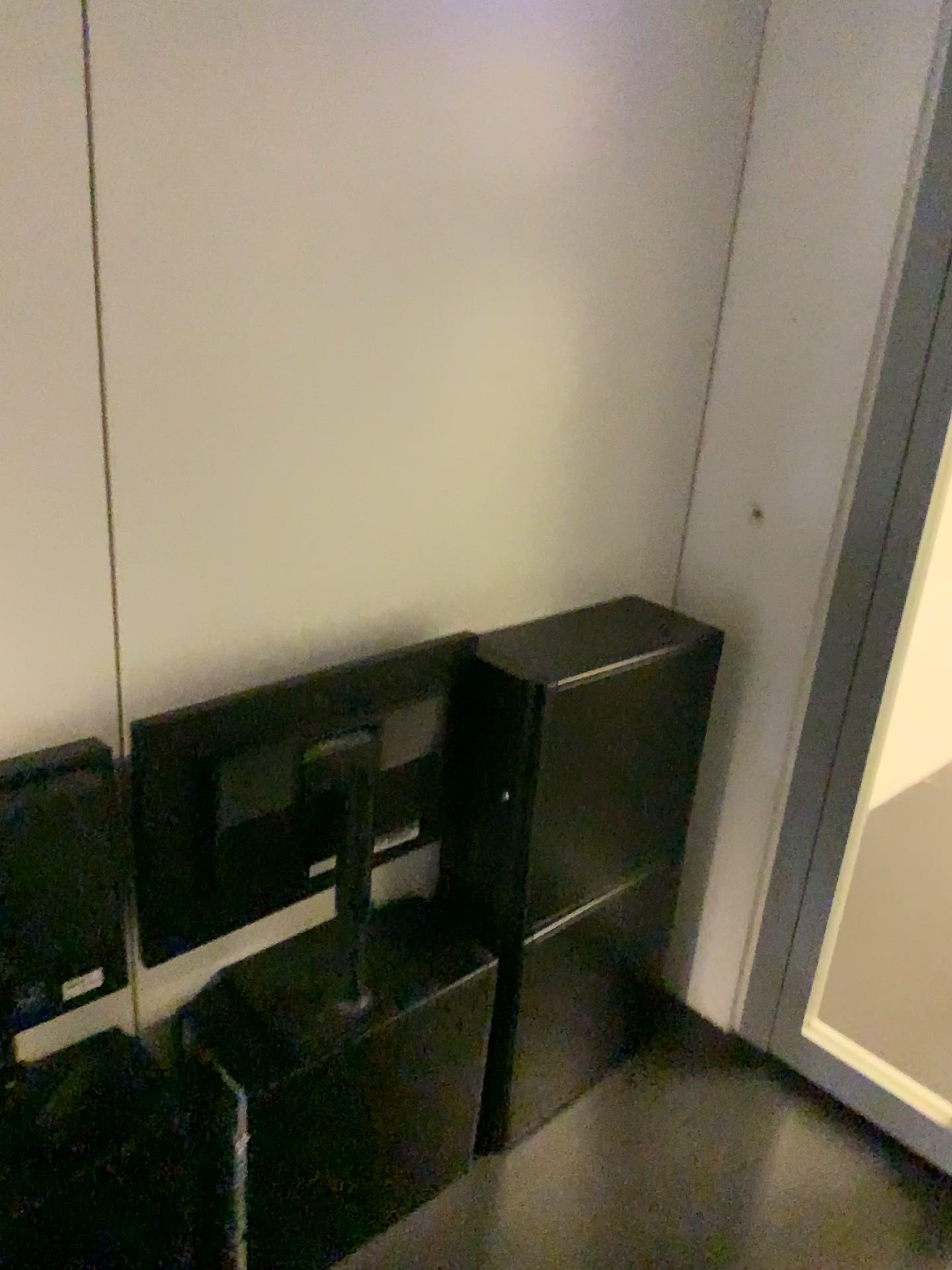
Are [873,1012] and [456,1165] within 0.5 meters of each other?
no
